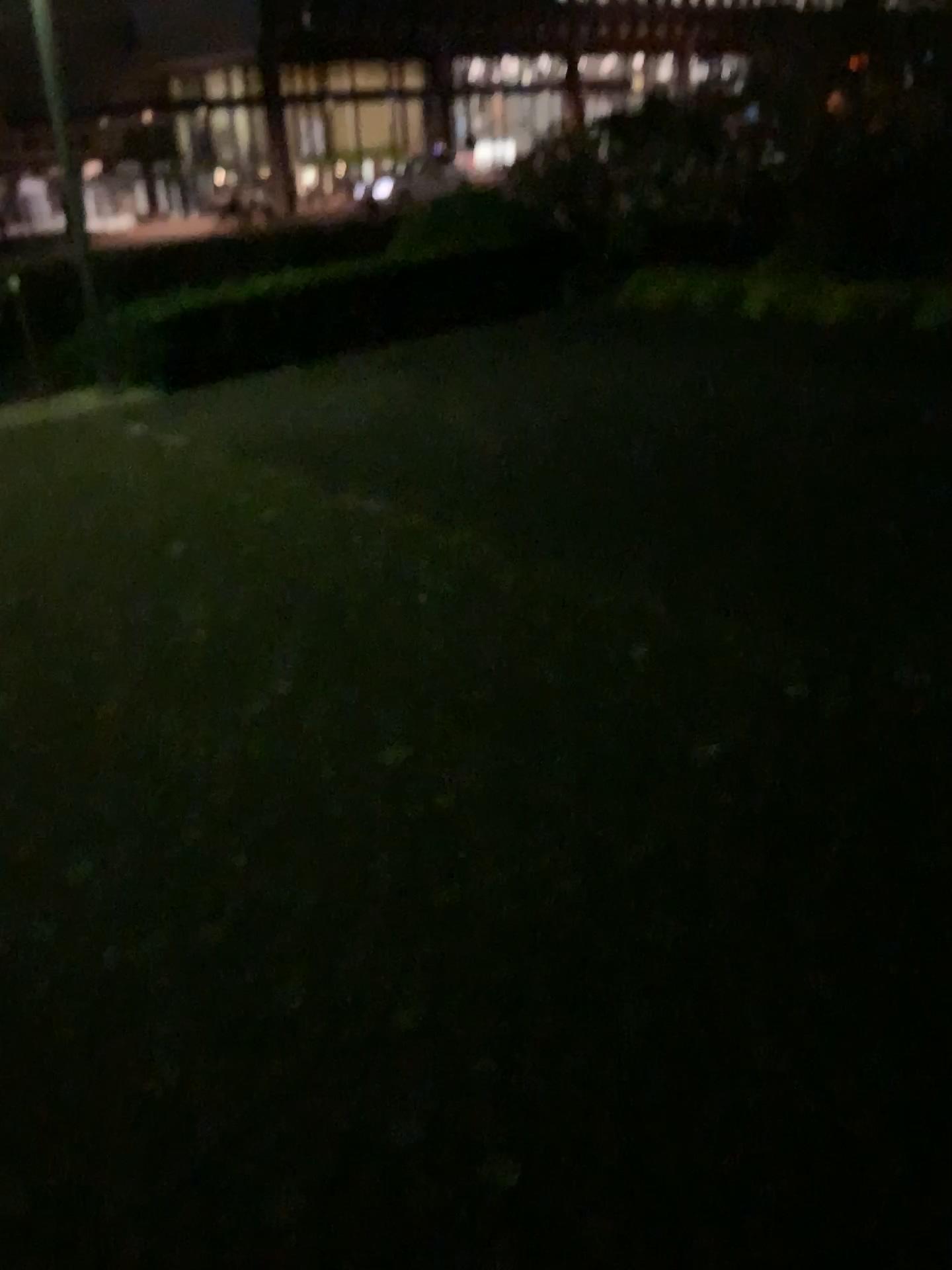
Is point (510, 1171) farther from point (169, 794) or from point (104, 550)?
point (104, 550)
